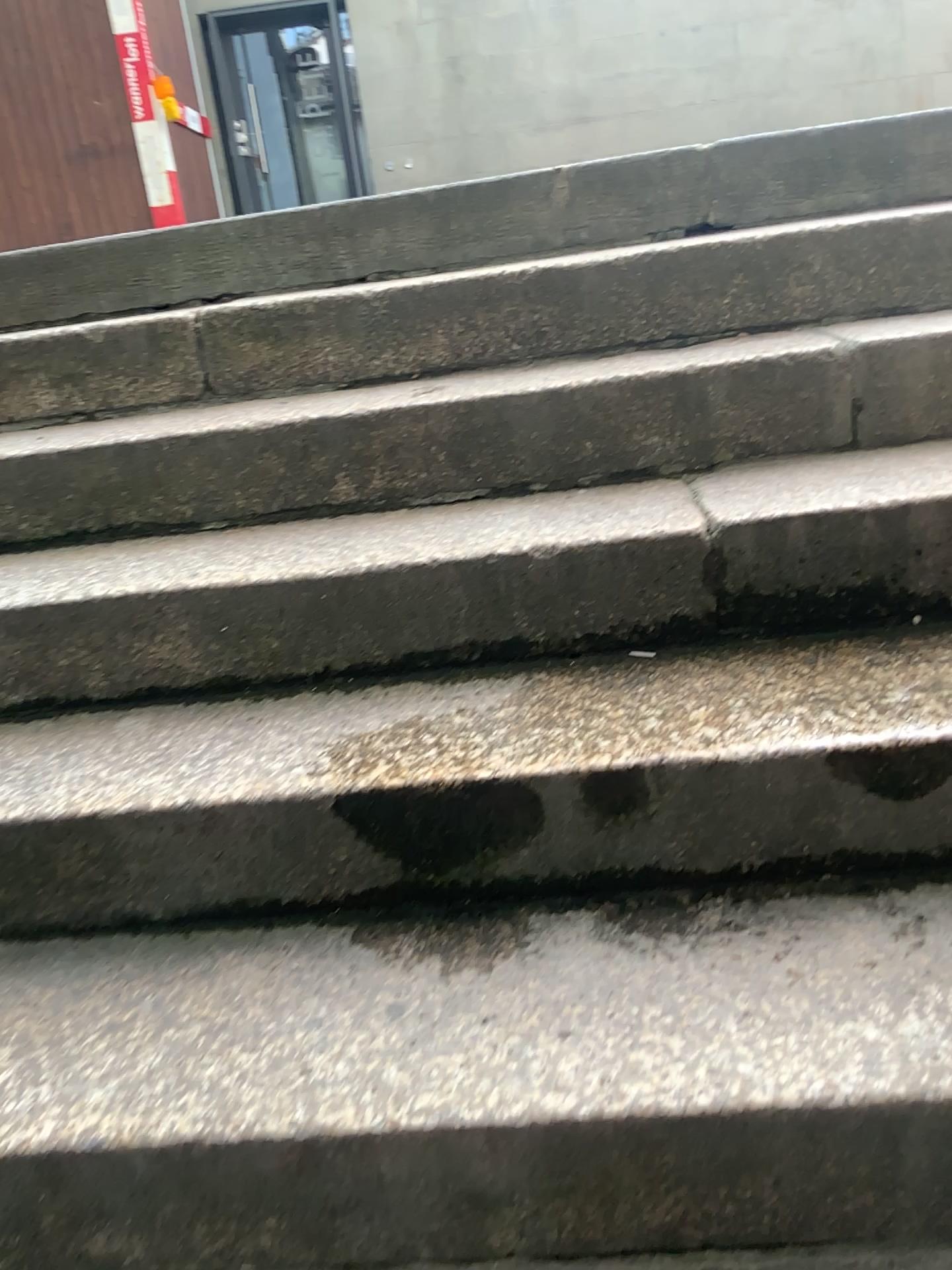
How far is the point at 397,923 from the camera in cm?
124
